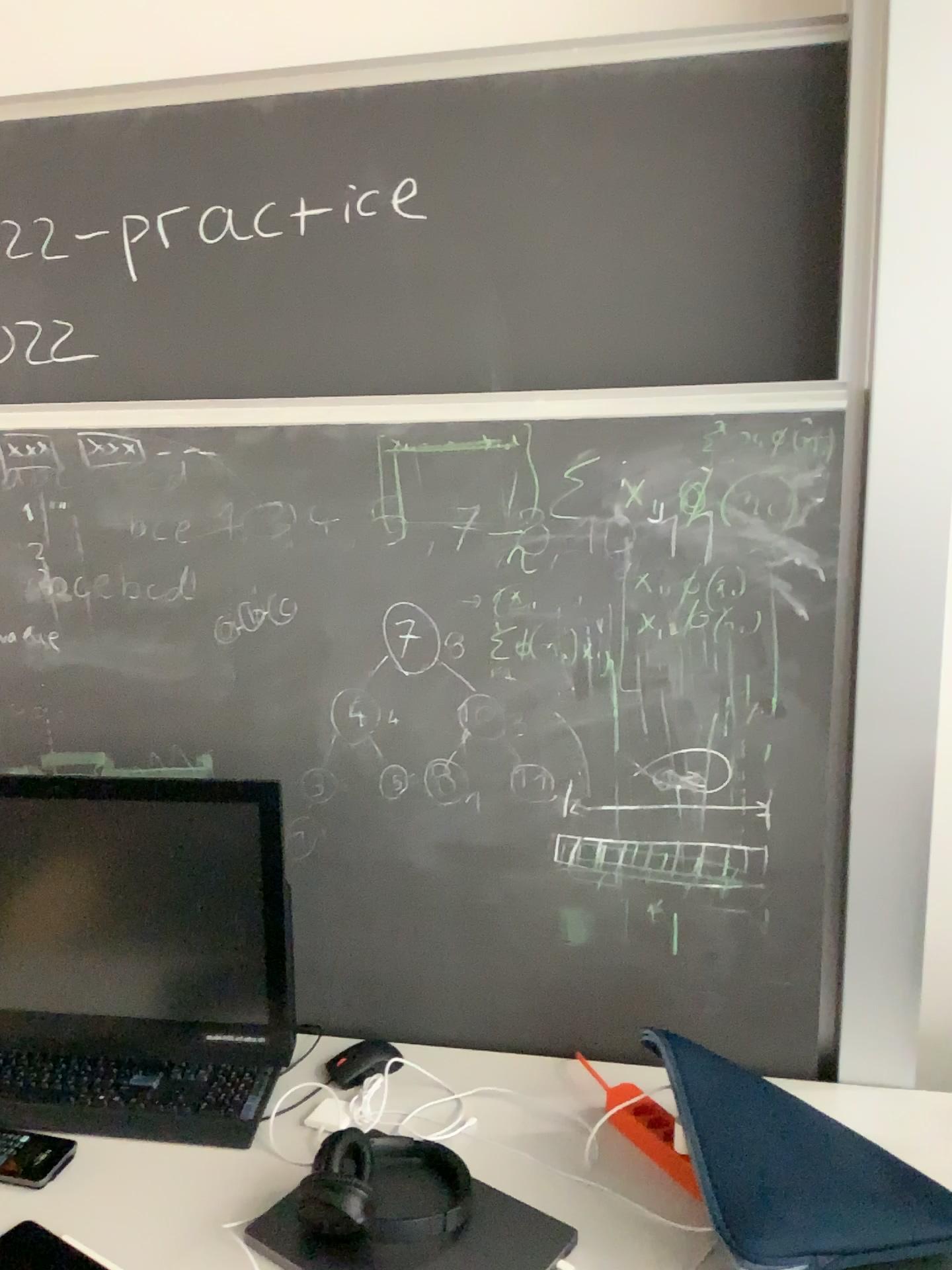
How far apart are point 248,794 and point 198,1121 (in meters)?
0.43

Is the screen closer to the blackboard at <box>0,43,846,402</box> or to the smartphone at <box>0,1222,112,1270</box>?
the smartphone at <box>0,1222,112,1270</box>

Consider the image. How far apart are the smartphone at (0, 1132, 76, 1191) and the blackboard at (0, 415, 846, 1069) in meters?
0.4

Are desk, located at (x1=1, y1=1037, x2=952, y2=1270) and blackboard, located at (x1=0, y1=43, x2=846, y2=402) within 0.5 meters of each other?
no

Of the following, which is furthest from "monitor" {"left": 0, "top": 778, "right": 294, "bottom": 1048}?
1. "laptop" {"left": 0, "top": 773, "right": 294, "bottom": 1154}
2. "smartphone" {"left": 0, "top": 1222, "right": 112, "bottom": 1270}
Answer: "smartphone" {"left": 0, "top": 1222, "right": 112, "bottom": 1270}

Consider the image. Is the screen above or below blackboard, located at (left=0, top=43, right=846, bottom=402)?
below

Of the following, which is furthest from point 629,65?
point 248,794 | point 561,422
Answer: point 248,794

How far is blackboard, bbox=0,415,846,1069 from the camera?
1.4 meters

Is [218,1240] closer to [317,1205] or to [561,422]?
[317,1205]

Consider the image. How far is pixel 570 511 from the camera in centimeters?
138cm
